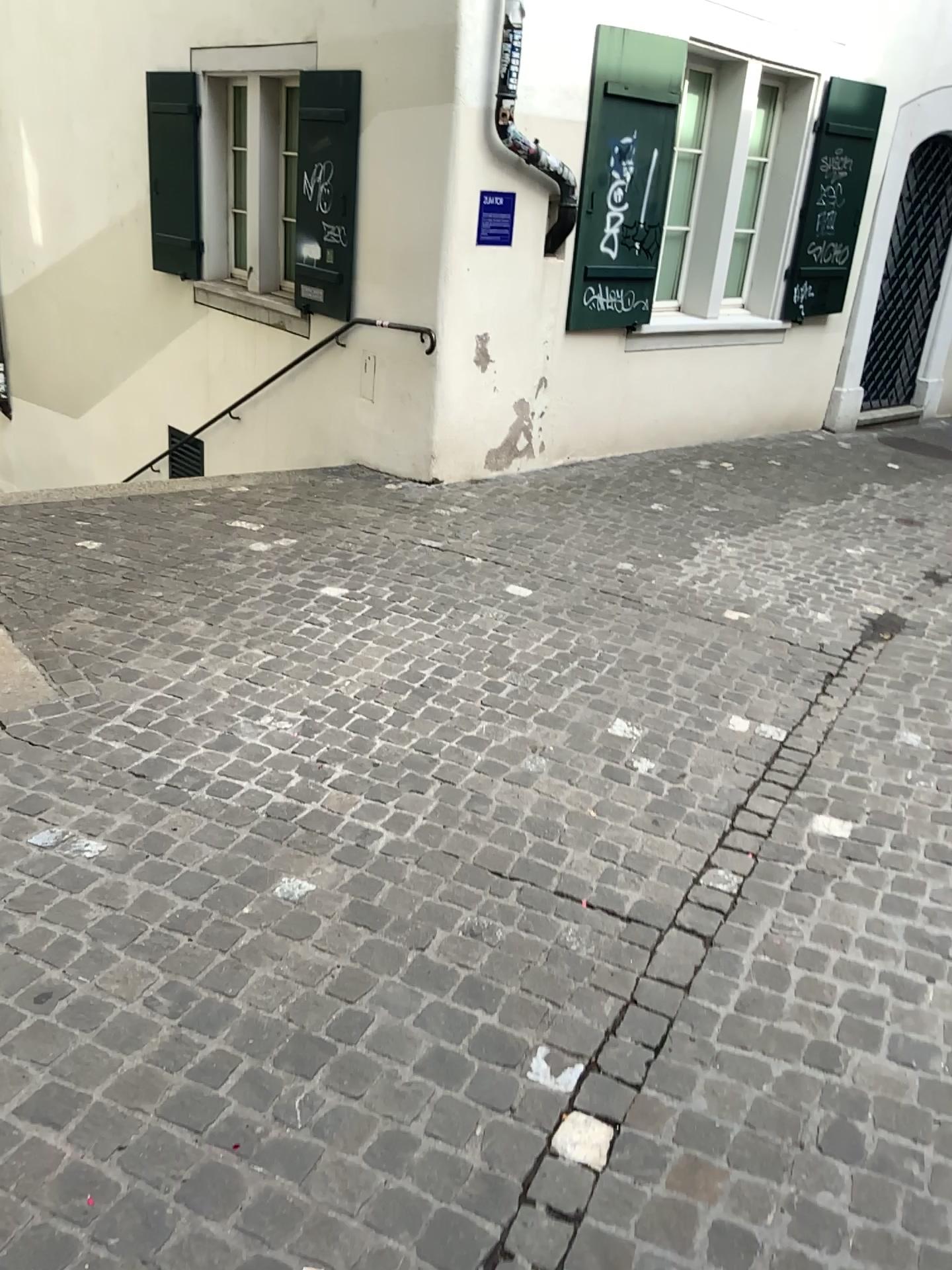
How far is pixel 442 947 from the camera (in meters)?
2.34
